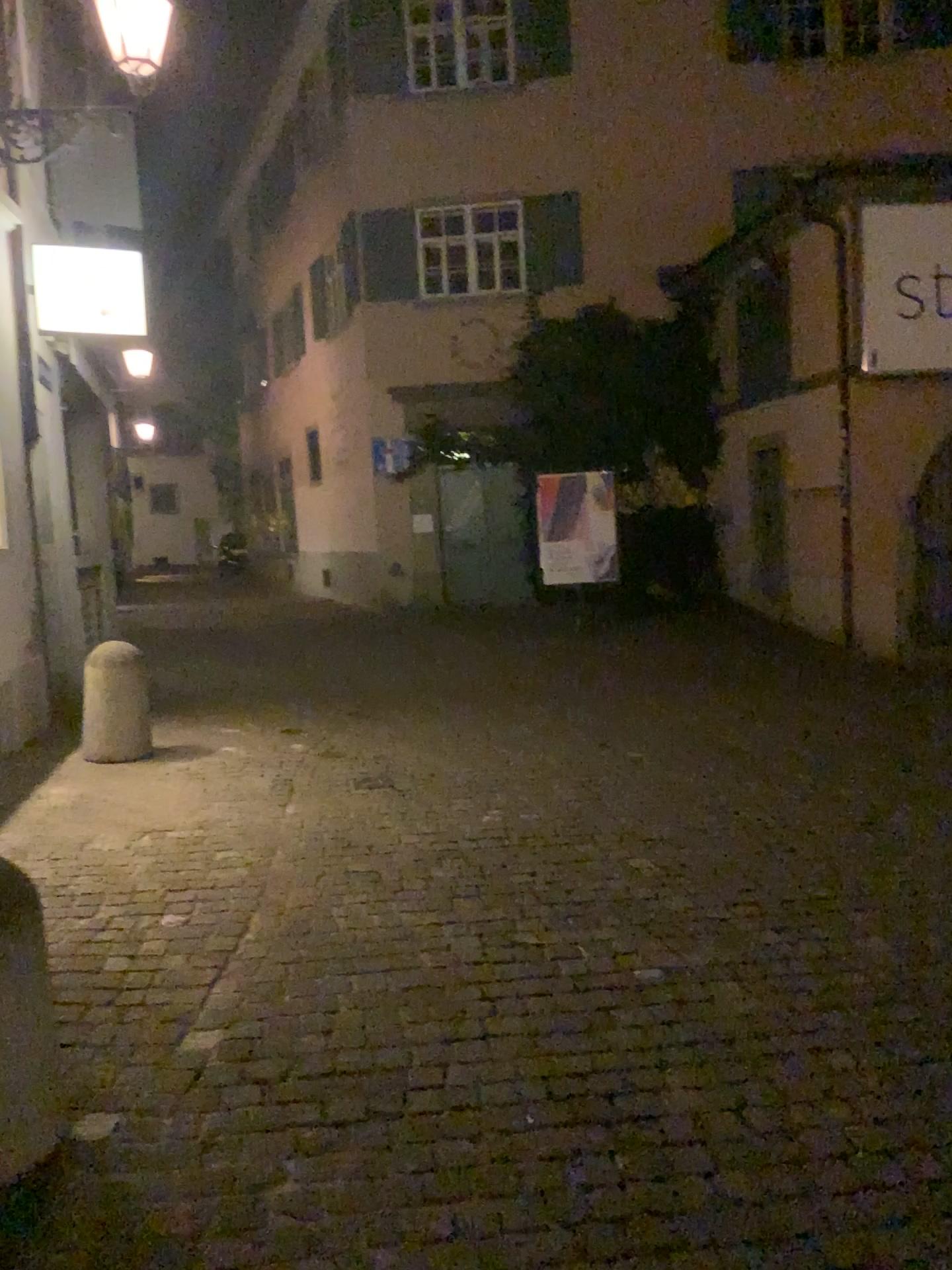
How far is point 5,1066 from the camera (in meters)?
2.29

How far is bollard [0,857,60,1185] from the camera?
2.29m

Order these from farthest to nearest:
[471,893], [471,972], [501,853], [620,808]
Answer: [620,808] < [501,853] < [471,893] < [471,972]
